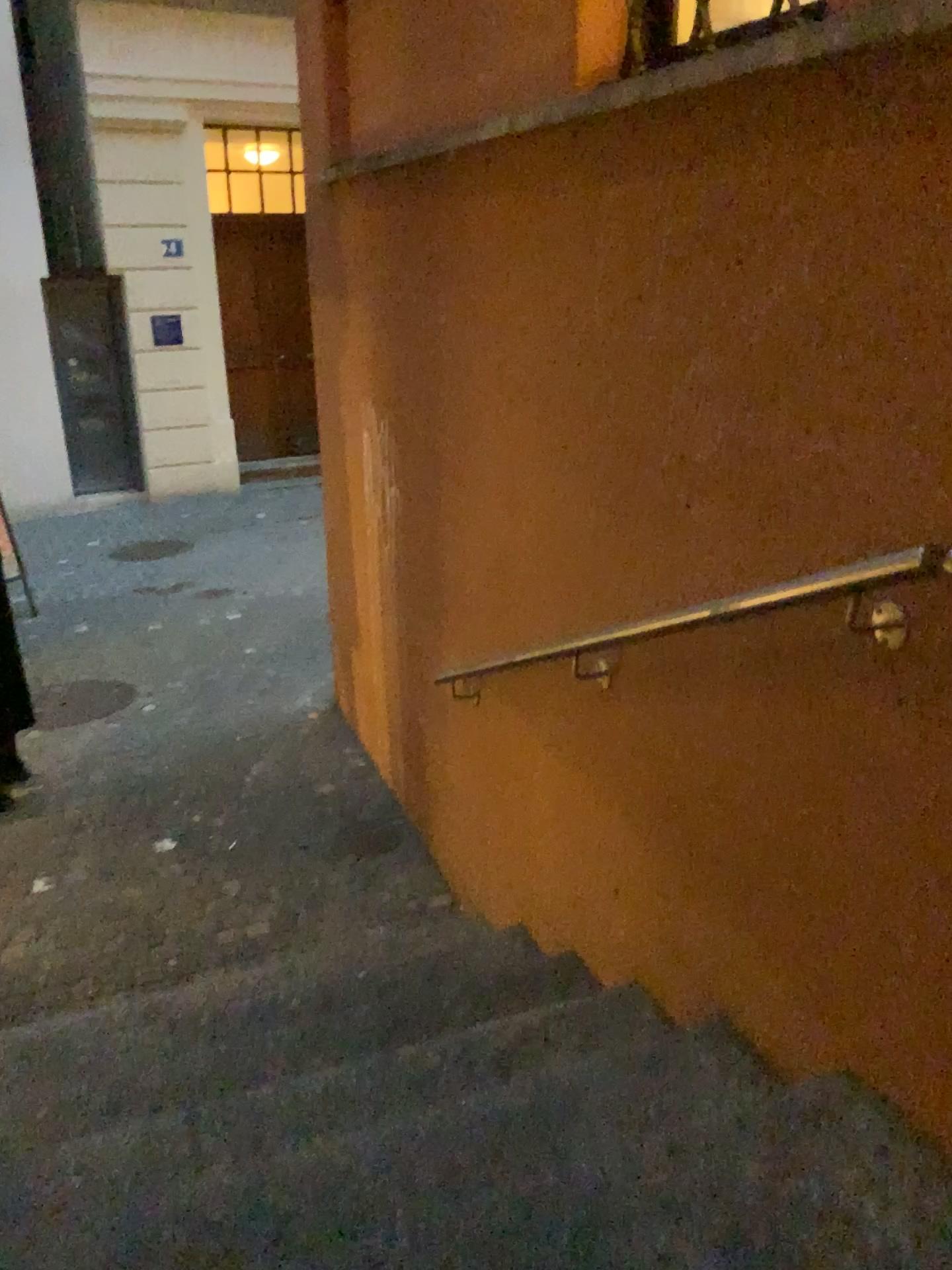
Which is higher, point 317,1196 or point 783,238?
point 783,238
